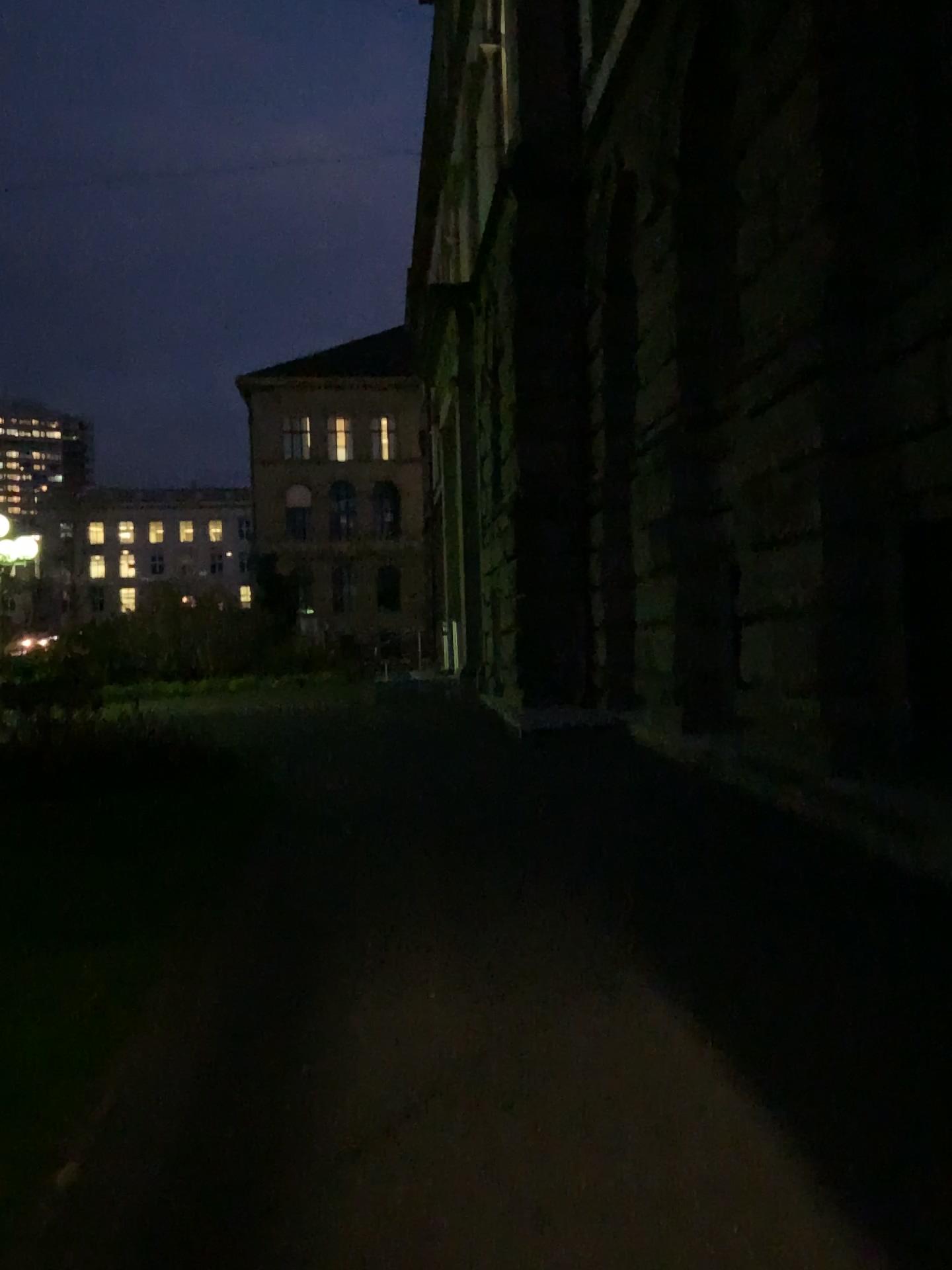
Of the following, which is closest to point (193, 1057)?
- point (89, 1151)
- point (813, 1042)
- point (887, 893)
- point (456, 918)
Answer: point (89, 1151)
